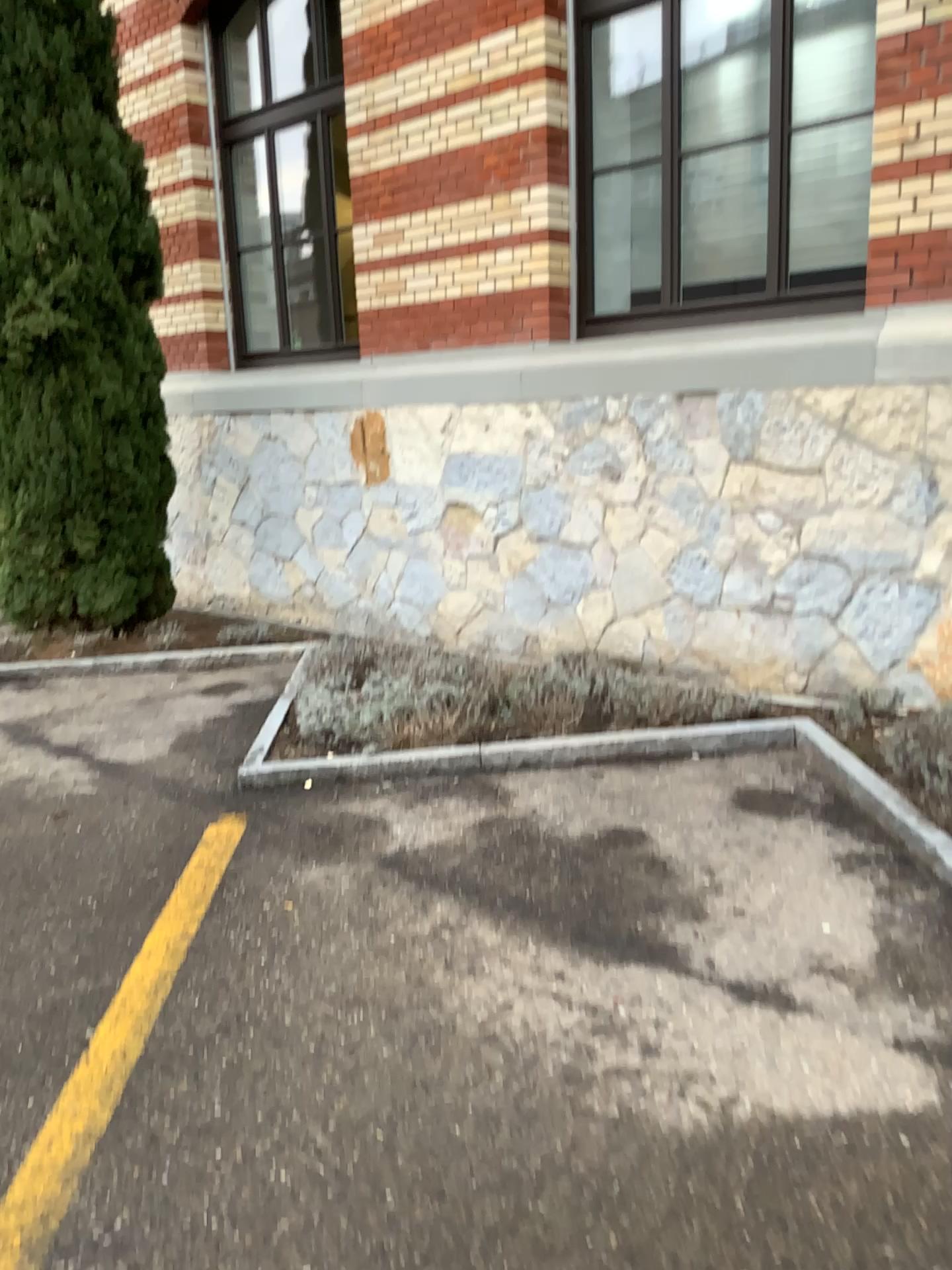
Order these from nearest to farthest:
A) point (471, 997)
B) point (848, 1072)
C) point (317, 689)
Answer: point (848, 1072), point (471, 997), point (317, 689)

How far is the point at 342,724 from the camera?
4.6 meters

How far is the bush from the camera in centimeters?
458cm
